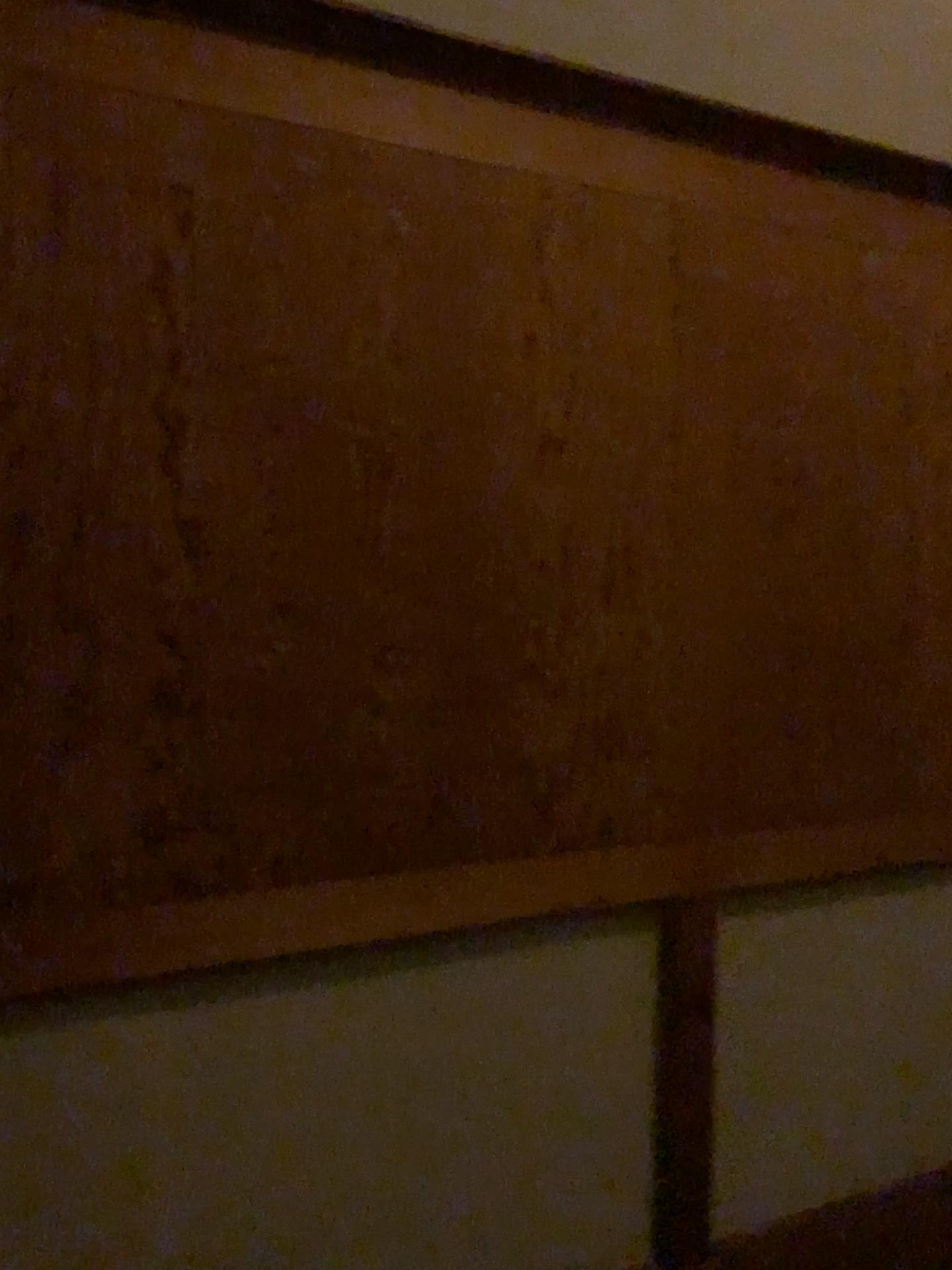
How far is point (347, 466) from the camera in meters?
1.6 m
